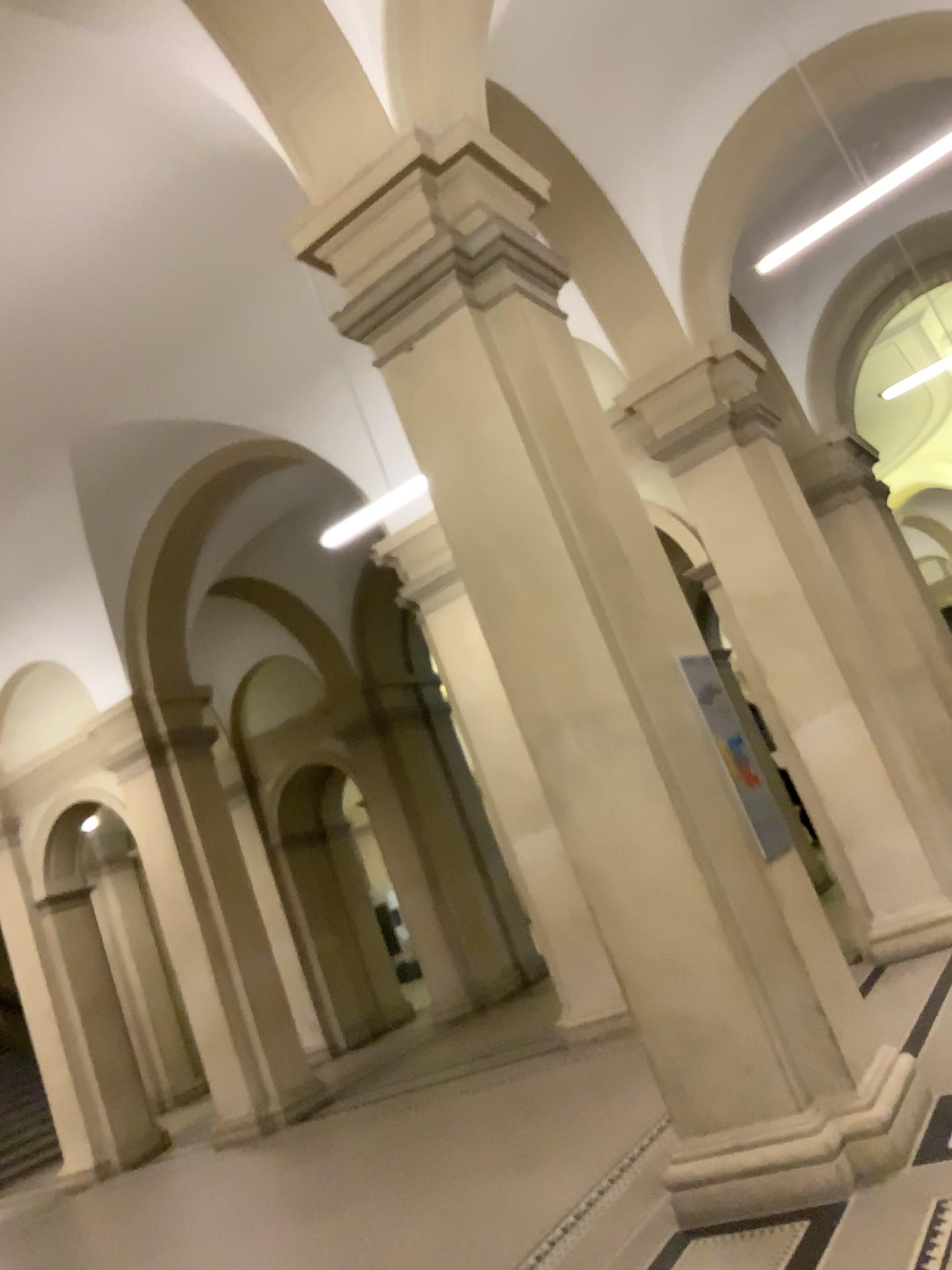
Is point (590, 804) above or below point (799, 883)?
above
